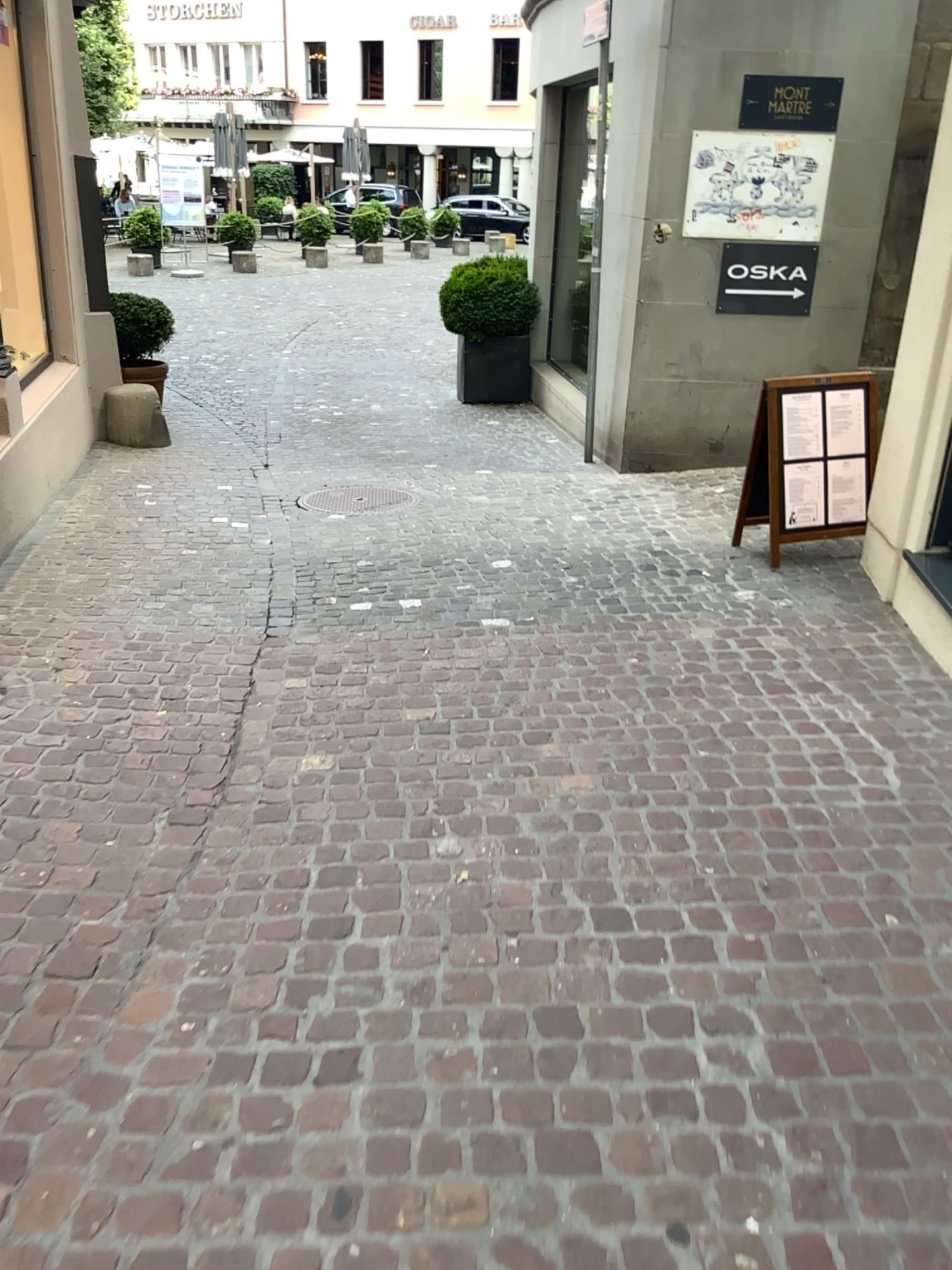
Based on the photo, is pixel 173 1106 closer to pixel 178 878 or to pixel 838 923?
pixel 178 878
